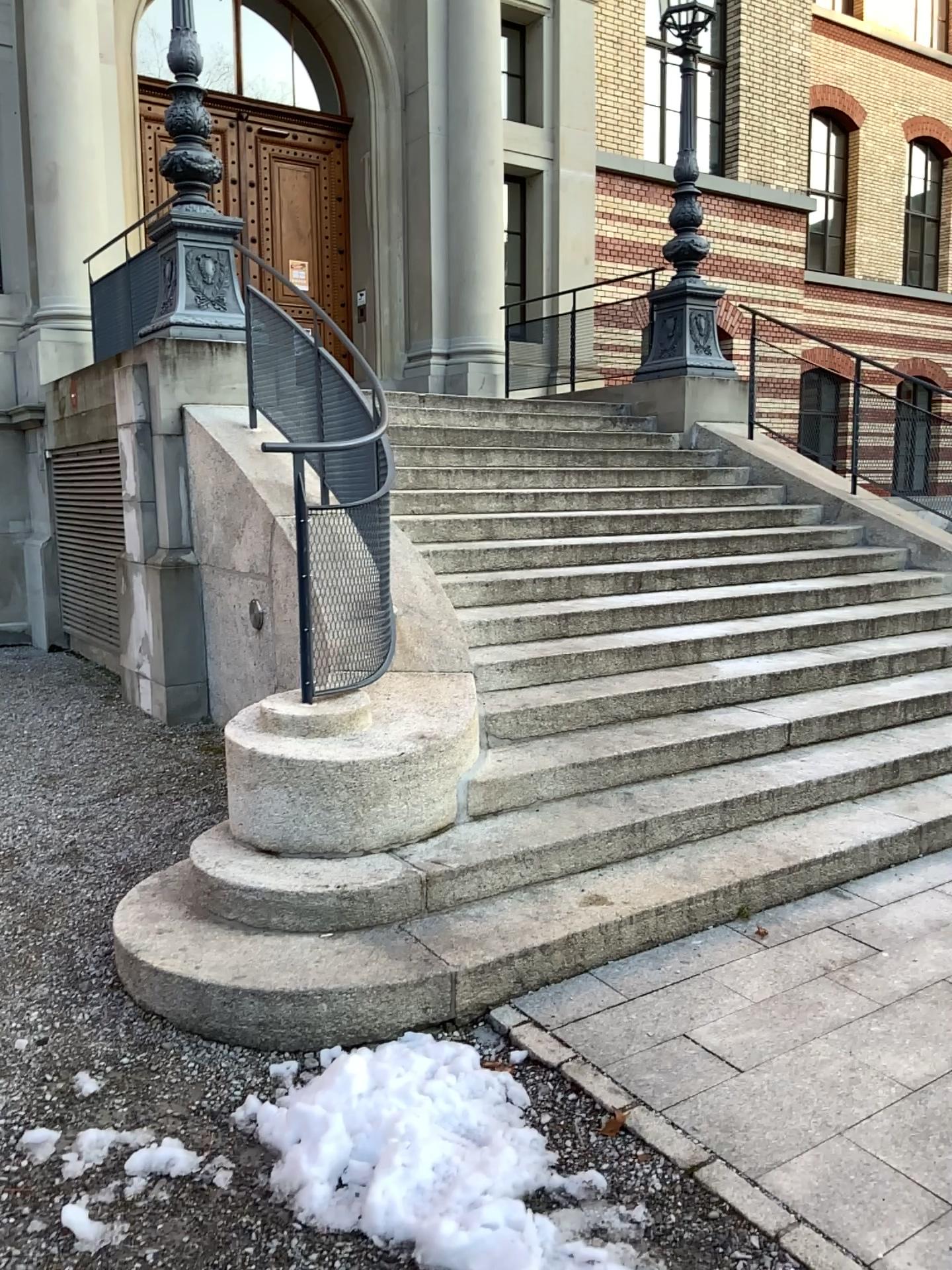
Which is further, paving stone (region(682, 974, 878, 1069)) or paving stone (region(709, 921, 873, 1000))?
paving stone (region(709, 921, 873, 1000))

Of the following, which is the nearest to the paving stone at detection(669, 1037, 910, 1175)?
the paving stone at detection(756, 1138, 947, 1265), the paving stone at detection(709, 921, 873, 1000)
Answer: the paving stone at detection(756, 1138, 947, 1265)

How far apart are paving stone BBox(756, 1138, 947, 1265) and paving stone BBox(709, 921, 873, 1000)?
0.69m

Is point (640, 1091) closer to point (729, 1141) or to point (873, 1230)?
point (729, 1141)

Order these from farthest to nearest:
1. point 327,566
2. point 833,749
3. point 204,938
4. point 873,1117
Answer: point 833,749
point 327,566
point 204,938
point 873,1117

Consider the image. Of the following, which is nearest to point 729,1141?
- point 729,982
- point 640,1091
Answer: point 640,1091

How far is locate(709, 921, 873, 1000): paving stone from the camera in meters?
3.2

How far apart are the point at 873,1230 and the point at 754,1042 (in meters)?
0.68

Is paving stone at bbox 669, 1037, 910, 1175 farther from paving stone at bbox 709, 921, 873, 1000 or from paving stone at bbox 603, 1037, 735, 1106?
paving stone at bbox 709, 921, 873, 1000

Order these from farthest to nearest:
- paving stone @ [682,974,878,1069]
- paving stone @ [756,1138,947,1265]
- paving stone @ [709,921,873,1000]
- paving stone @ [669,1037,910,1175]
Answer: paving stone @ [709,921,873,1000], paving stone @ [682,974,878,1069], paving stone @ [669,1037,910,1175], paving stone @ [756,1138,947,1265]
